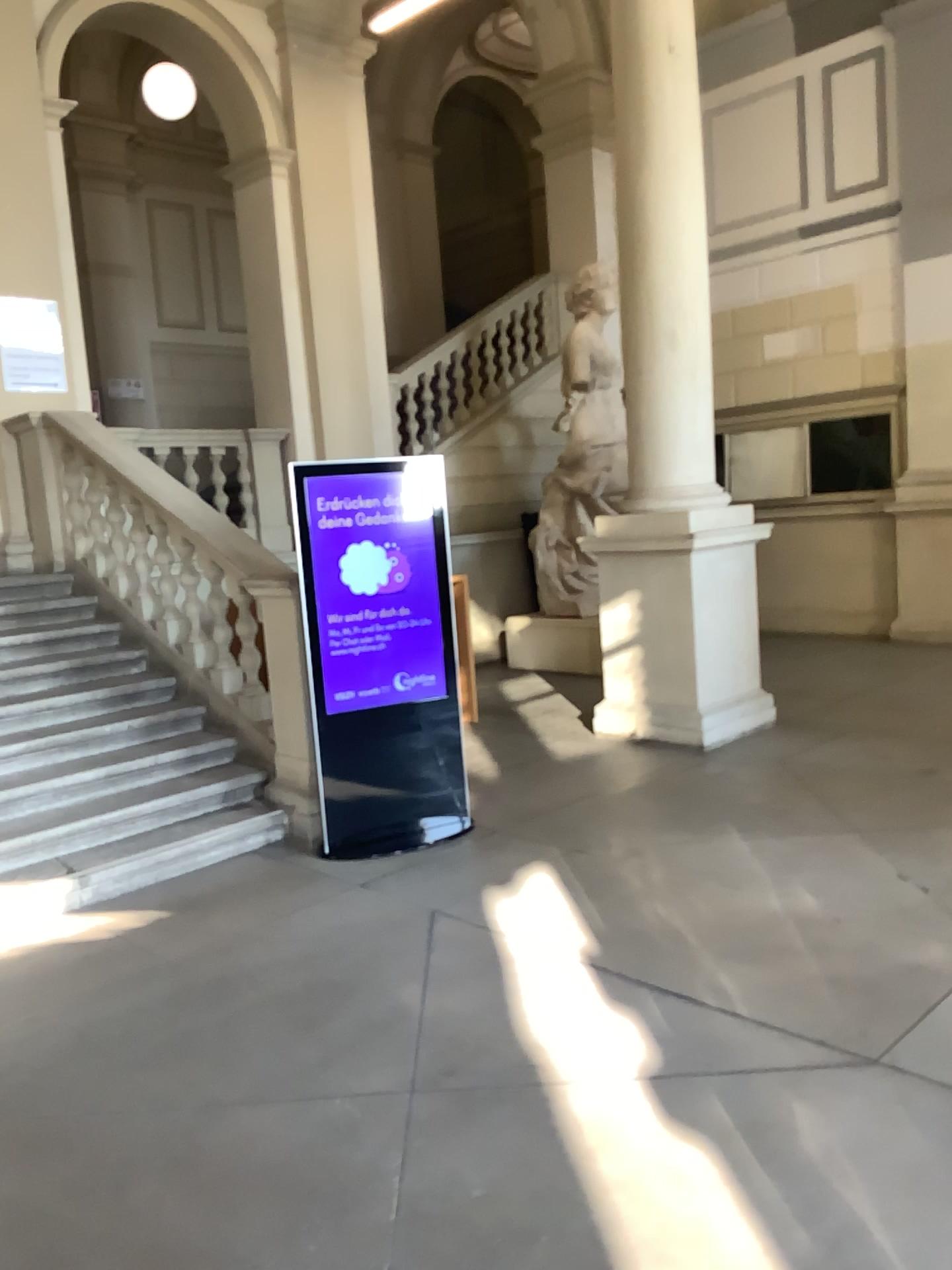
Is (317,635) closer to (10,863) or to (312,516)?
(312,516)

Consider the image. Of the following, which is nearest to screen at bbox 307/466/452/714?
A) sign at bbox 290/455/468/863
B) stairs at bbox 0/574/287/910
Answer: sign at bbox 290/455/468/863

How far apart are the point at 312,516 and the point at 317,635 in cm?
56

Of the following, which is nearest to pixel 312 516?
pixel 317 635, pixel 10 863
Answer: pixel 317 635

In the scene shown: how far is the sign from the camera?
4.8 meters

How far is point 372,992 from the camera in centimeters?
336cm

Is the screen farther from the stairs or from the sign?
the stairs

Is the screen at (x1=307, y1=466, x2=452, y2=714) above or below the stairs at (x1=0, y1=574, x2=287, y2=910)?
above

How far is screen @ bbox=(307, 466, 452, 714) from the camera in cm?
484
